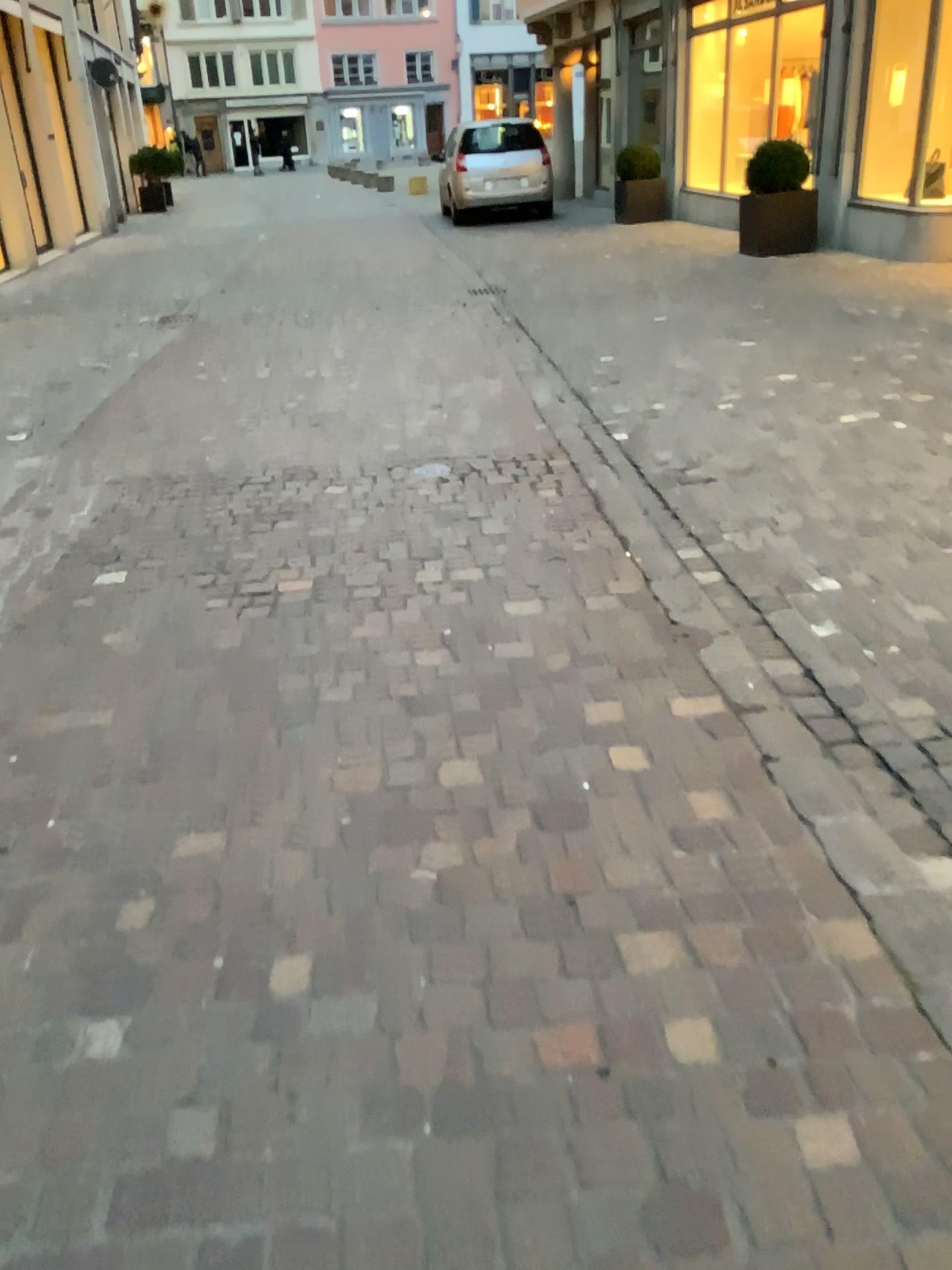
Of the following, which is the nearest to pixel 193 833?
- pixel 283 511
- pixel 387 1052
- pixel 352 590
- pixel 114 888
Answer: pixel 114 888
